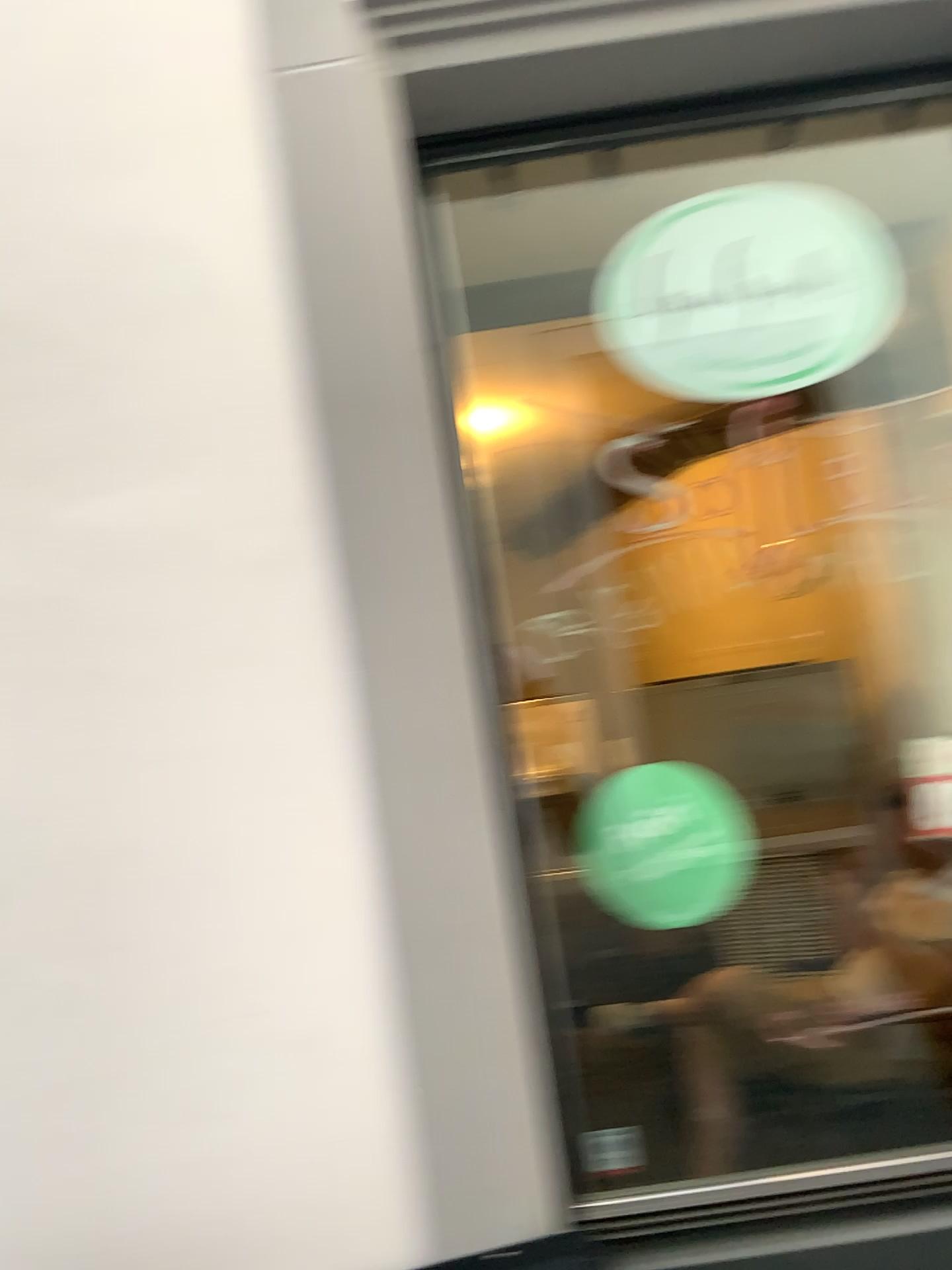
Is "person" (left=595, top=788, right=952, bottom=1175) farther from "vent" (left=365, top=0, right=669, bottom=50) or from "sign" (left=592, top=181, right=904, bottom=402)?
"vent" (left=365, top=0, right=669, bottom=50)

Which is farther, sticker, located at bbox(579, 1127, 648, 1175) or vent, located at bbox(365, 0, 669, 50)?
sticker, located at bbox(579, 1127, 648, 1175)

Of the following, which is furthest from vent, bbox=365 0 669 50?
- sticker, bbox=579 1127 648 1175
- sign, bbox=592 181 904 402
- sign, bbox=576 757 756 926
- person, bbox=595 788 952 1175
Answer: sticker, bbox=579 1127 648 1175

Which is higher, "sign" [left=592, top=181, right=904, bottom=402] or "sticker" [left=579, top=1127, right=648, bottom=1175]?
"sign" [left=592, top=181, right=904, bottom=402]

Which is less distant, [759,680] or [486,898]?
[486,898]

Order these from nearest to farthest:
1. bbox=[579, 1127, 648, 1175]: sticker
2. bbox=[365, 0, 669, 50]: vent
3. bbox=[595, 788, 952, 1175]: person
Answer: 1. bbox=[365, 0, 669, 50]: vent
2. bbox=[595, 788, 952, 1175]: person
3. bbox=[579, 1127, 648, 1175]: sticker

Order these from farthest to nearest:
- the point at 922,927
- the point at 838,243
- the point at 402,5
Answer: the point at 922,927
the point at 838,243
the point at 402,5

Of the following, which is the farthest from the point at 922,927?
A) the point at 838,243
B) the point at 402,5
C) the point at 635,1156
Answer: the point at 402,5

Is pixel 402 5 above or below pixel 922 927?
above

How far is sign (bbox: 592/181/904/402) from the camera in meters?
1.8
